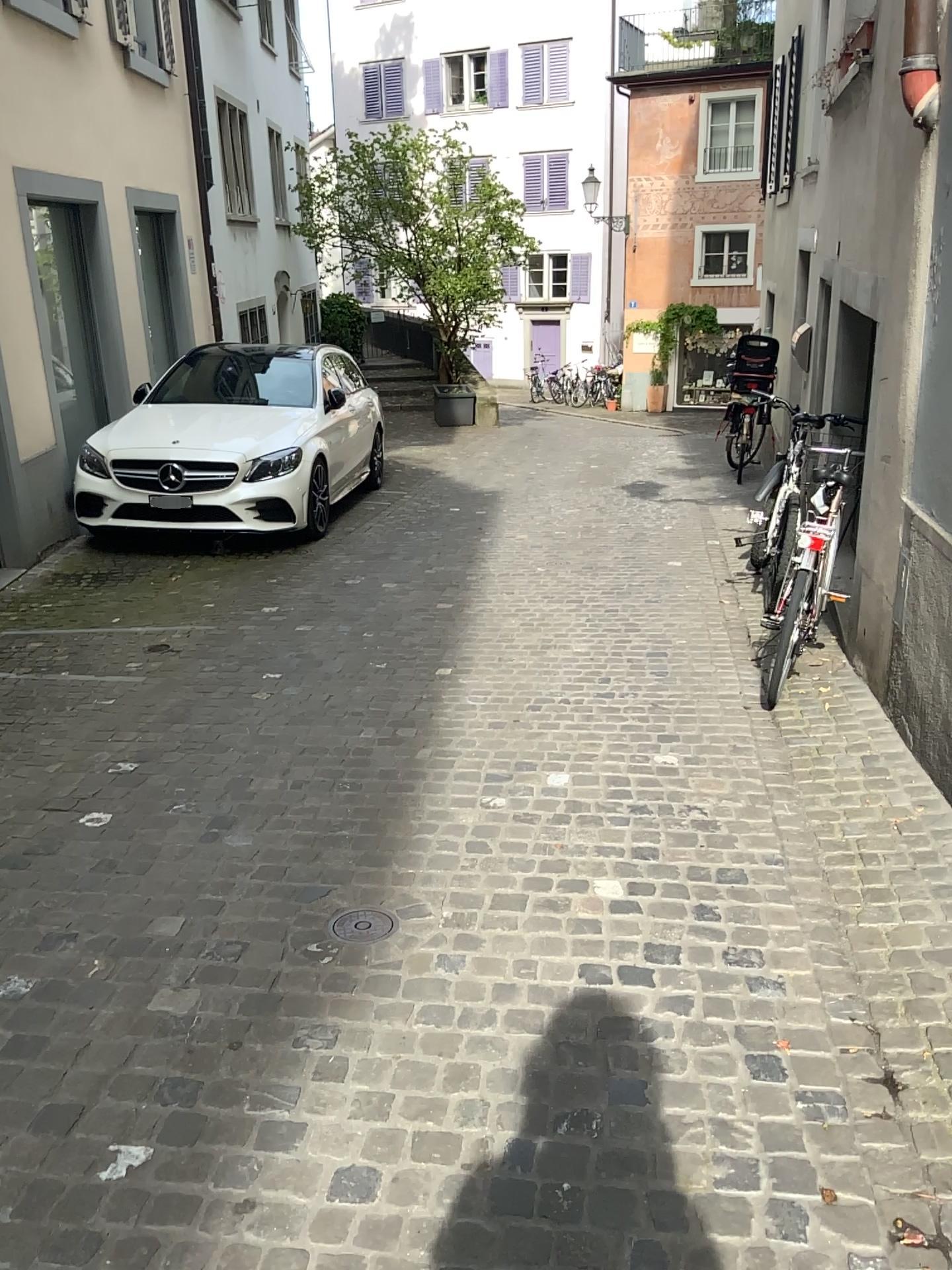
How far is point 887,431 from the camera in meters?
4.2

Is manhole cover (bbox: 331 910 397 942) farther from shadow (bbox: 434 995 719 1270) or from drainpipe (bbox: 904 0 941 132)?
drainpipe (bbox: 904 0 941 132)

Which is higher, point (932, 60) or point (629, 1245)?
point (932, 60)

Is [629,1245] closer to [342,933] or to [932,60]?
[342,933]

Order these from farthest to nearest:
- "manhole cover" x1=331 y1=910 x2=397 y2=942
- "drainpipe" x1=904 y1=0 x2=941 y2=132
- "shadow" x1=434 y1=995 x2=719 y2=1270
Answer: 1. "drainpipe" x1=904 y1=0 x2=941 y2=132
2. "manhole cover" x1=331 y1=910 x2=397 y2=942
3. "shadow" x1=434 y1=995 x2=719 y2=1270

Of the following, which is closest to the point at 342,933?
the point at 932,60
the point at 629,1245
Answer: the point at 629,1245

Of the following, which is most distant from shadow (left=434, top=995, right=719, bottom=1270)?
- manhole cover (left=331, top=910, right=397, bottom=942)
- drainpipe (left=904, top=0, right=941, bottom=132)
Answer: drainpipe (left=904, top=0, right=941, bottom=132)

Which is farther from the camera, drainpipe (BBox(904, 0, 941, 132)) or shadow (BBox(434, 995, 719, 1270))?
drainpipe (BBox(904, 0, 941, 132))

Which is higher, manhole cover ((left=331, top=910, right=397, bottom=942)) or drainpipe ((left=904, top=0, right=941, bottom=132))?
drainpipe ((left=904, top=0, right=941, bottom=132))
